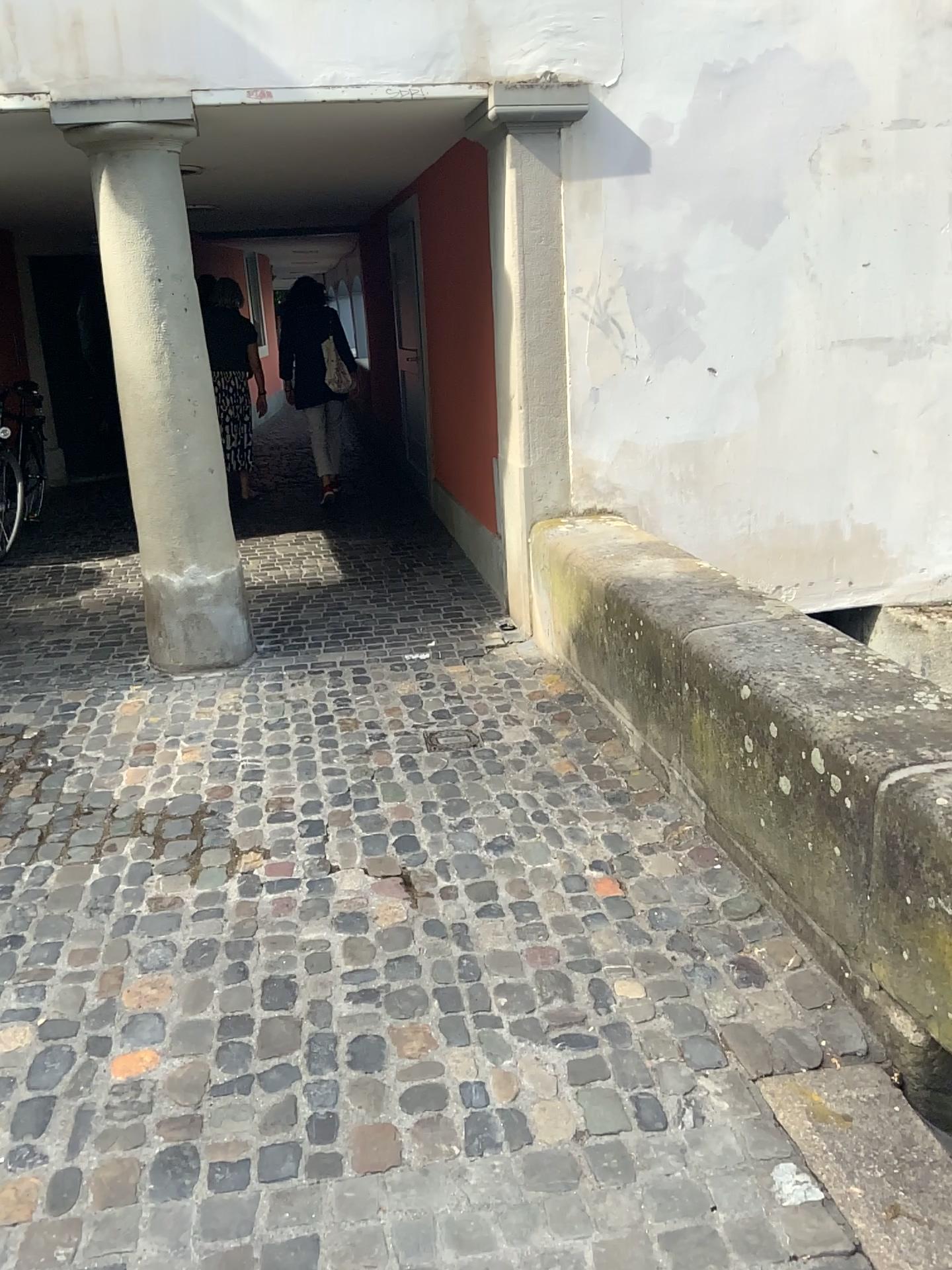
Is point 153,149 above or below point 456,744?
above

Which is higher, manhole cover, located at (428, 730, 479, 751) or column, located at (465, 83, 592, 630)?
column, located at (465, 83, 592, 630)

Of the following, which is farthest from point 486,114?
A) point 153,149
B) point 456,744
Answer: point 456,744

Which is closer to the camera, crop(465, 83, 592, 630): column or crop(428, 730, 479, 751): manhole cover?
crop(428, 730, 479, 751): manhole cover

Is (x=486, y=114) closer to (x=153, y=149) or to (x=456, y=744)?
(x=153, y=149)

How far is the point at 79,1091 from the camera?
2.1m
